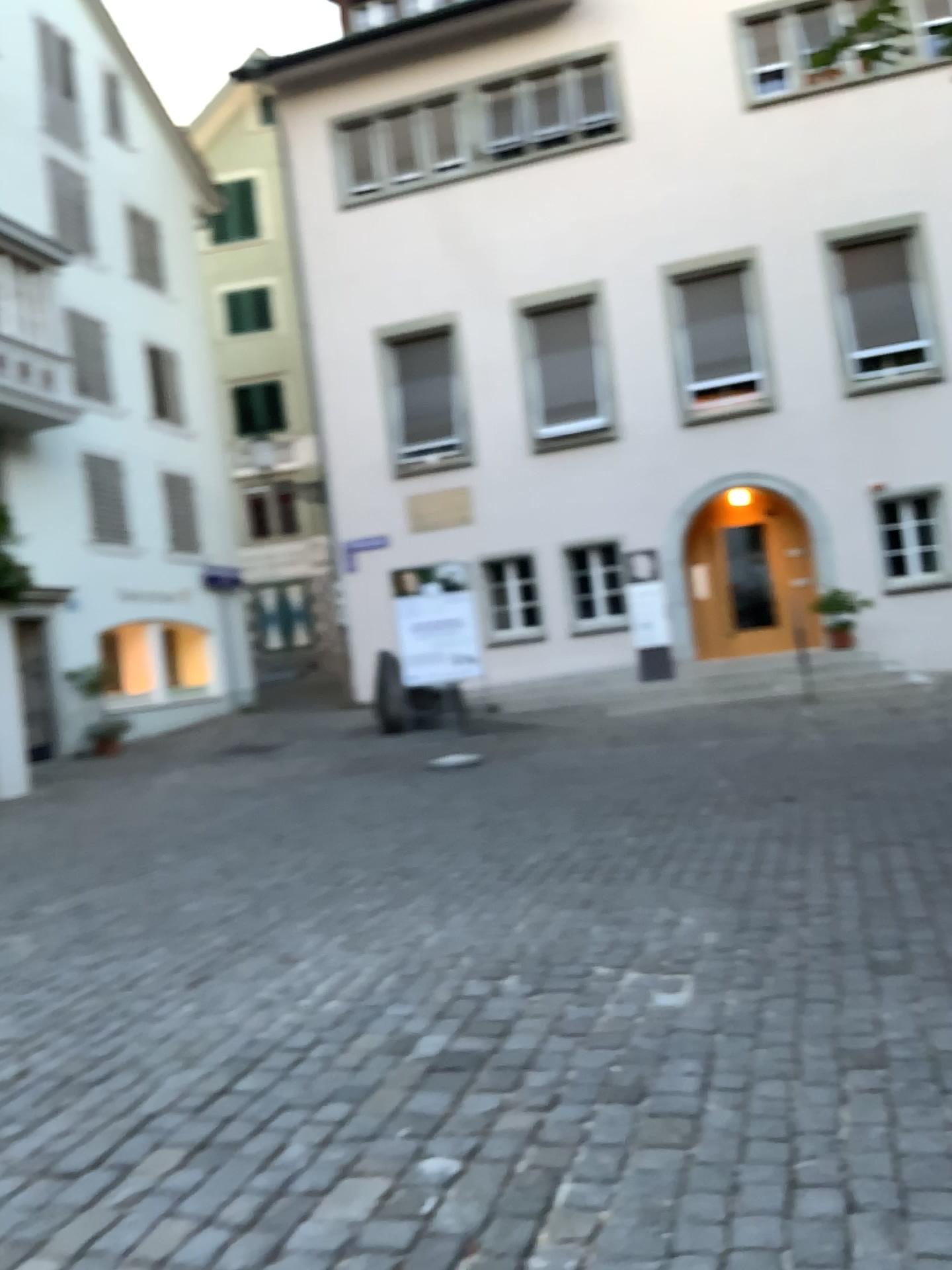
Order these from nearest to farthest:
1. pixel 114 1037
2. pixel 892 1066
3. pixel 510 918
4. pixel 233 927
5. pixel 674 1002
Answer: pixel 892 1066 < pixel 674 1002 < pixel 114 1037 < pixel 510 918 < pixel 233 927
